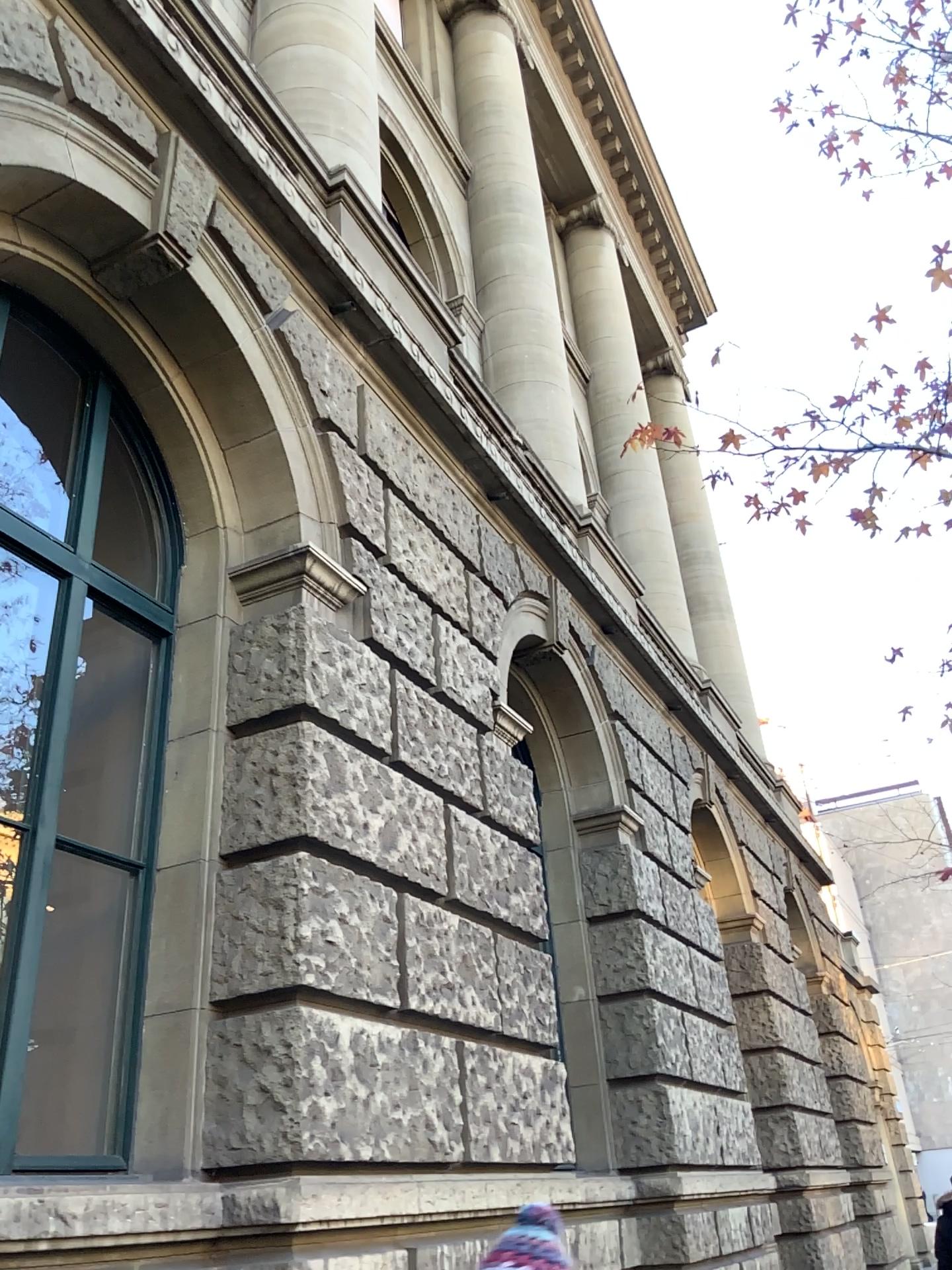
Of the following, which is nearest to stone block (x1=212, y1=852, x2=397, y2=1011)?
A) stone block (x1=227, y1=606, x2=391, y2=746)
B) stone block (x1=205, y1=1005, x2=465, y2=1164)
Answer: stone block (x1=205, y1=1005, x2=465, y2=1164)

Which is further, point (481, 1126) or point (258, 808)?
point (481, 1126)

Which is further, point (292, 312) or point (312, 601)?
point (292, 312)

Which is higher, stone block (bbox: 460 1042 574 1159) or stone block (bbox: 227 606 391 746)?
stone block (bbox: 227 606 391 746)

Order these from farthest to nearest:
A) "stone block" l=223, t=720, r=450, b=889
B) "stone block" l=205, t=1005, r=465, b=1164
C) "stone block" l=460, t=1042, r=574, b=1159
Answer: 1. "stone block" l=460, t=1042, r=574, b=1159
2. "stone block" l=223, t=720, r=450, b=889
3. "stone block" l=205, t=1005, r=465, b=1164

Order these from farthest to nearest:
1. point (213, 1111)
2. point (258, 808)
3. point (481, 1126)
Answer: point (481, 1126)
point (258, 808)
point (213, 1111)

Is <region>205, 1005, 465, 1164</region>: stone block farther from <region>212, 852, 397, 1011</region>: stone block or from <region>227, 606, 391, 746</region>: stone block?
<region>227, 606, 391, 746</region>: stone block

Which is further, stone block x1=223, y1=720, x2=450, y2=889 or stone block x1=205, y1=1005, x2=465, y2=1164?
stone block x1=223, y1=720, x2=450, y2=889

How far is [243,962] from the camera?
3.5m

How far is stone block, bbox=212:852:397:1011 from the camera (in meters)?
3.52
